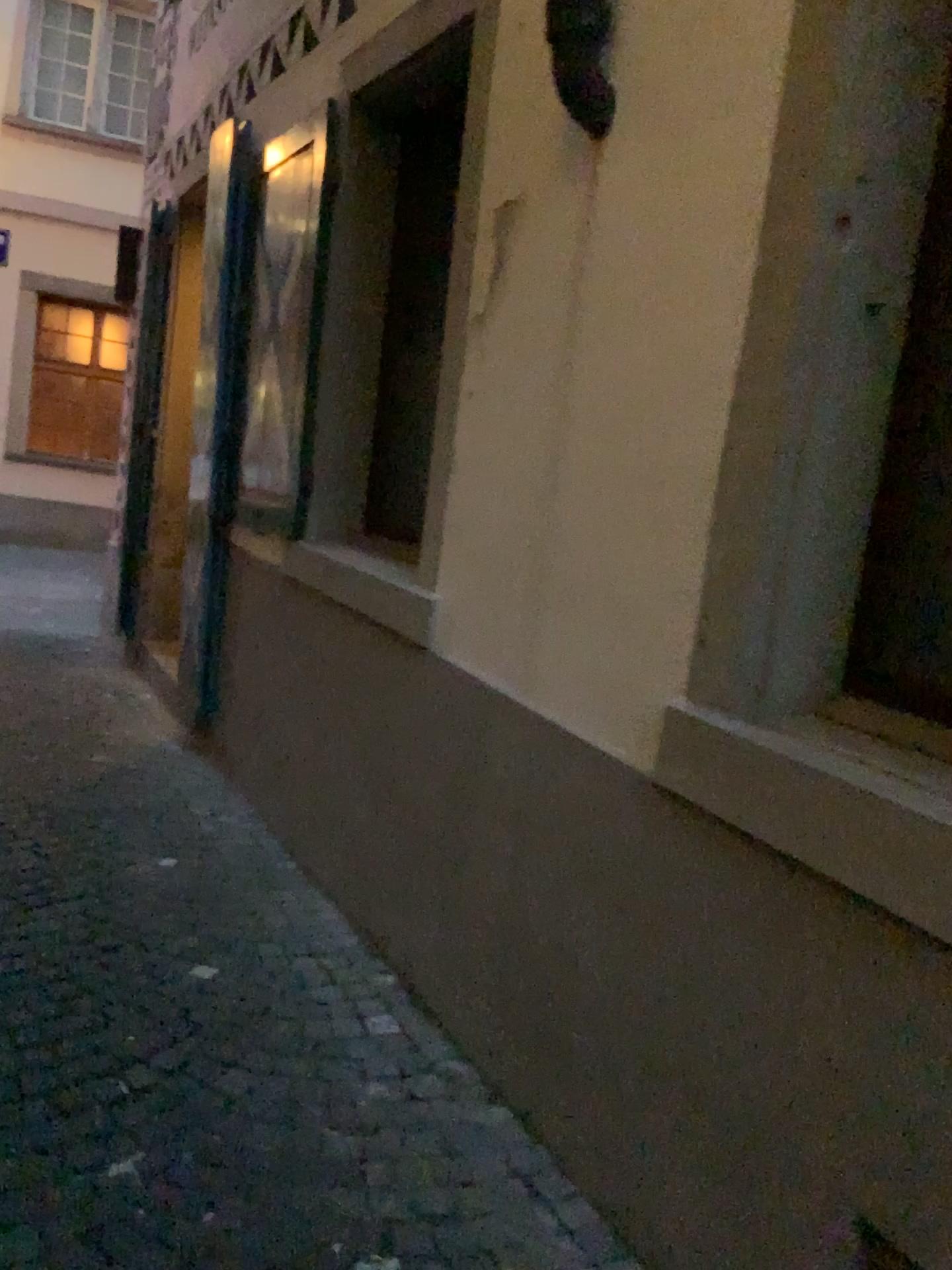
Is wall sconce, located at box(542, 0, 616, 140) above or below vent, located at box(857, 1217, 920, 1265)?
above

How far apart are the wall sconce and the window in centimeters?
139cm

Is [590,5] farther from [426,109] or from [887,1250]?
[887,1250]

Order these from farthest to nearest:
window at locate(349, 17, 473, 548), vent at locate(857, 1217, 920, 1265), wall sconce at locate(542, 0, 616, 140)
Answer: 1. window at locate(349, 17, 473, 548)
2. wall sconce at locate(542, 0, 616, 140)
3. vent at locate(857, 1217, 920, 1265)

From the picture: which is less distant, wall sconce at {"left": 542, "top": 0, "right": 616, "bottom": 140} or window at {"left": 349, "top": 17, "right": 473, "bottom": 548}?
wall sconce at {"left": 542, "top": 0, "right": 616, "bottom": 140}

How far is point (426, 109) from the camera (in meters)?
3.61

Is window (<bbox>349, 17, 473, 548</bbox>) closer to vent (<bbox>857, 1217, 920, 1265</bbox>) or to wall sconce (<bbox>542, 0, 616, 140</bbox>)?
wall sconce (<bbox>542, 0, 616, 140</bbox>)

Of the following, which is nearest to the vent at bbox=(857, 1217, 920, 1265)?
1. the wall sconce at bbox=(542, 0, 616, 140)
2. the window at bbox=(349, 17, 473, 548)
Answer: the wall sconce at bbox=(542, 0, 616, 140)

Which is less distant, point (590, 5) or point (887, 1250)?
point (887, 1250)

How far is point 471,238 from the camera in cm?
272
